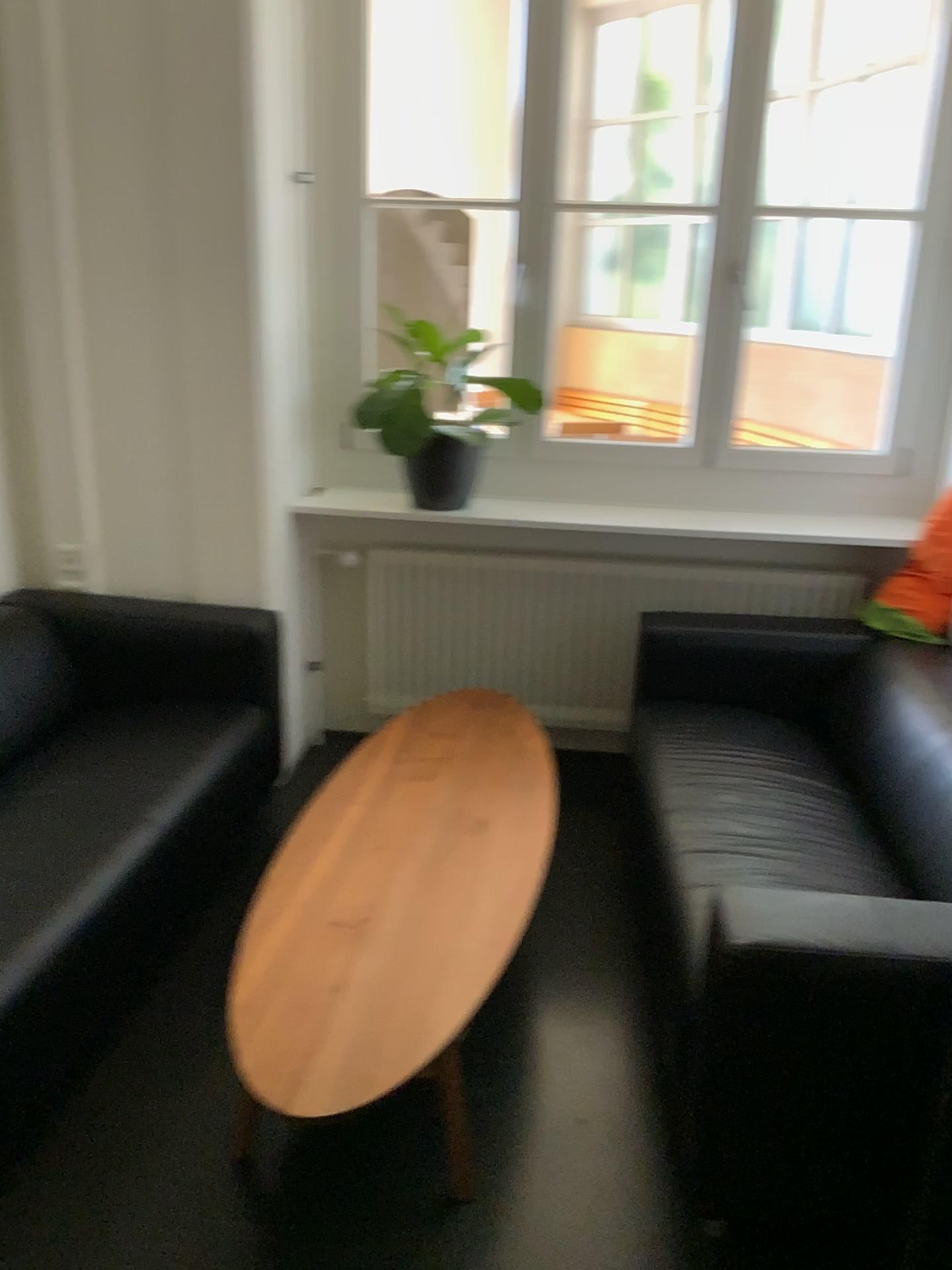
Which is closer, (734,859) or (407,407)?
(734,859)

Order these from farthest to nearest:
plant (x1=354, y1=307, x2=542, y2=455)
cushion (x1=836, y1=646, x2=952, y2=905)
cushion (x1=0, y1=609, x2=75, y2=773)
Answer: plant (x1=354, y1=307, x2=542, y2=455)
cushion (x1=0, y1=609, x2=75, y2=773)
cushion (x1=836, y1=646, x2=952, y2=905)

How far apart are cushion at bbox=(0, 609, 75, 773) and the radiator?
1.0m

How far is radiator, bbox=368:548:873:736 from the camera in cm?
347

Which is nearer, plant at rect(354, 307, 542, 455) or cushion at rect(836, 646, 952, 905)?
cushion at rect(836, 646, 952, 905)

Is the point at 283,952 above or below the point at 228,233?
below

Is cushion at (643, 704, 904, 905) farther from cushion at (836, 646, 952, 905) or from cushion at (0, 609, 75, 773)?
cushion at (0, 609, 75, 773)

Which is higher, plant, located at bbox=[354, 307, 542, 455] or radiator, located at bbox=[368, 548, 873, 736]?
plant, located at bbox=[354, 307, 542, 455]

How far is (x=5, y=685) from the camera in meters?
2.7

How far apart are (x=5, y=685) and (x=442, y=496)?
1.53m
